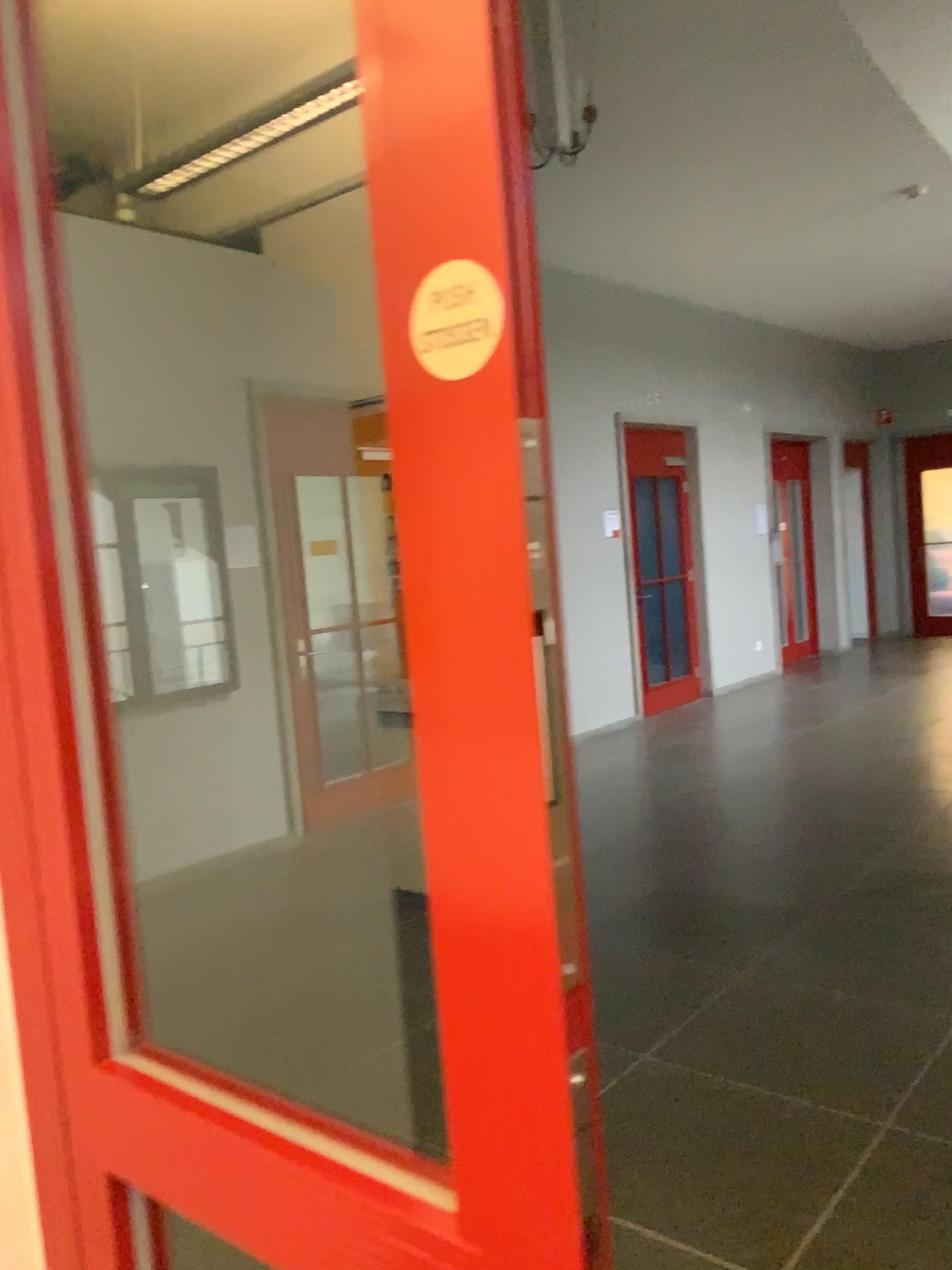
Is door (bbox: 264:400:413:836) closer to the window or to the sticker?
the window

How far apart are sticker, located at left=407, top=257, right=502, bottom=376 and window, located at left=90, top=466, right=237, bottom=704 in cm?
73

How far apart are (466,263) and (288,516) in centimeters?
93cm

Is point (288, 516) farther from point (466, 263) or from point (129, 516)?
point (466, 263)

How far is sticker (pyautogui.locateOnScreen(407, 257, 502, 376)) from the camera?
0.5m

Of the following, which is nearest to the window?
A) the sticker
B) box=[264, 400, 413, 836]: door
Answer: box=[264, 400, 413, 836]: door

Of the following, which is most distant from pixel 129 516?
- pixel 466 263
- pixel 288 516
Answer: pixel 466 263

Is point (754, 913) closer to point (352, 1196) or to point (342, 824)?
point (342, 824)

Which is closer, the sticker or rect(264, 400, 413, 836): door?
the sticker

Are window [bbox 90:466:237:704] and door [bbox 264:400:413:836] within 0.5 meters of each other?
yes
